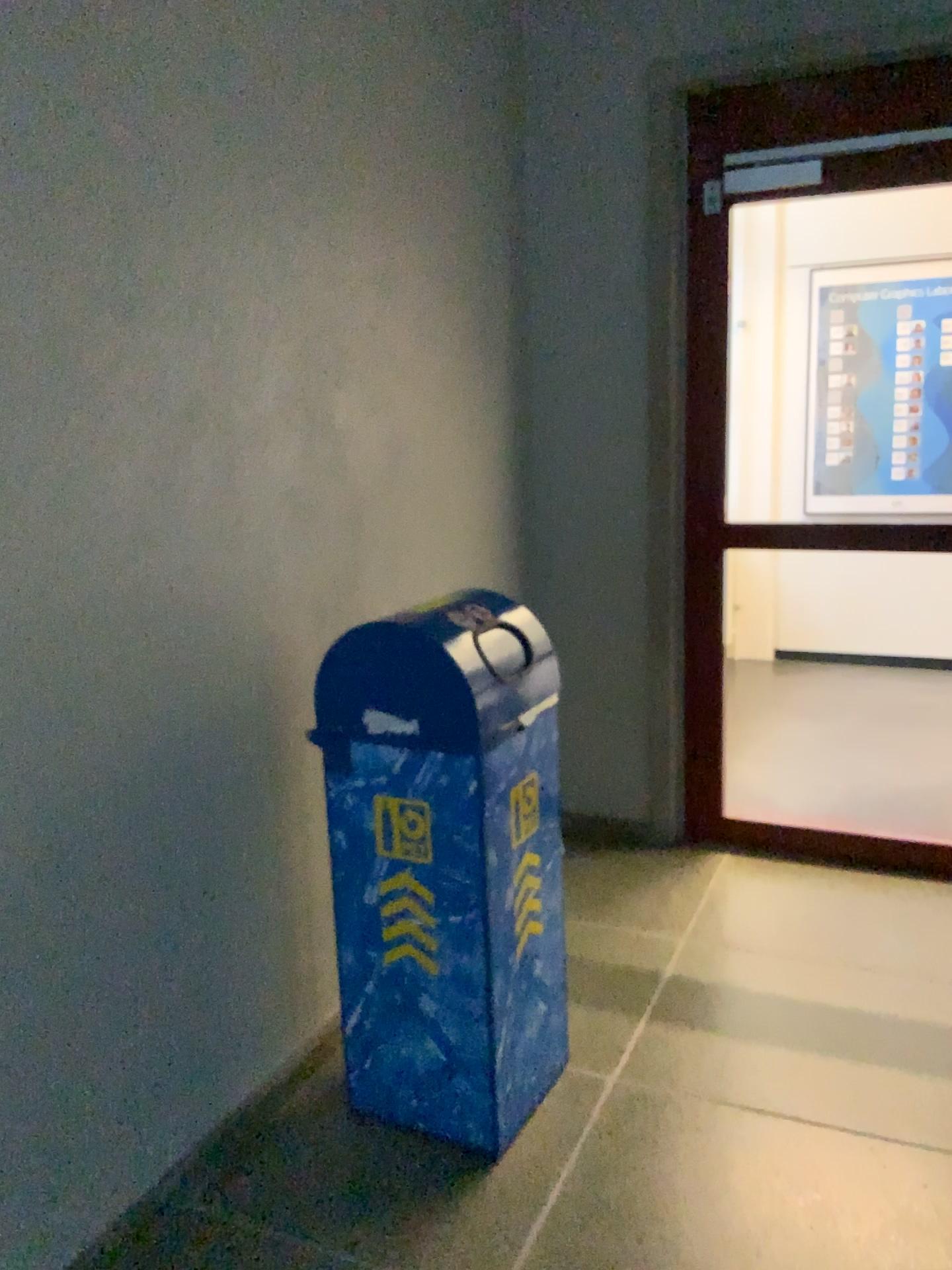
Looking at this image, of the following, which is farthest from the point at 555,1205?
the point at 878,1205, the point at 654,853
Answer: the point at 654,853

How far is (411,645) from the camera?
2.0 meters

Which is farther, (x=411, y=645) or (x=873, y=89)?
(x=873, y=89)

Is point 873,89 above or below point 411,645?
above

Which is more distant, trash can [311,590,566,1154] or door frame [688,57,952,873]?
door frame [688,57,952,873]

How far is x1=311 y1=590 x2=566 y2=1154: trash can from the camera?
2.0m
